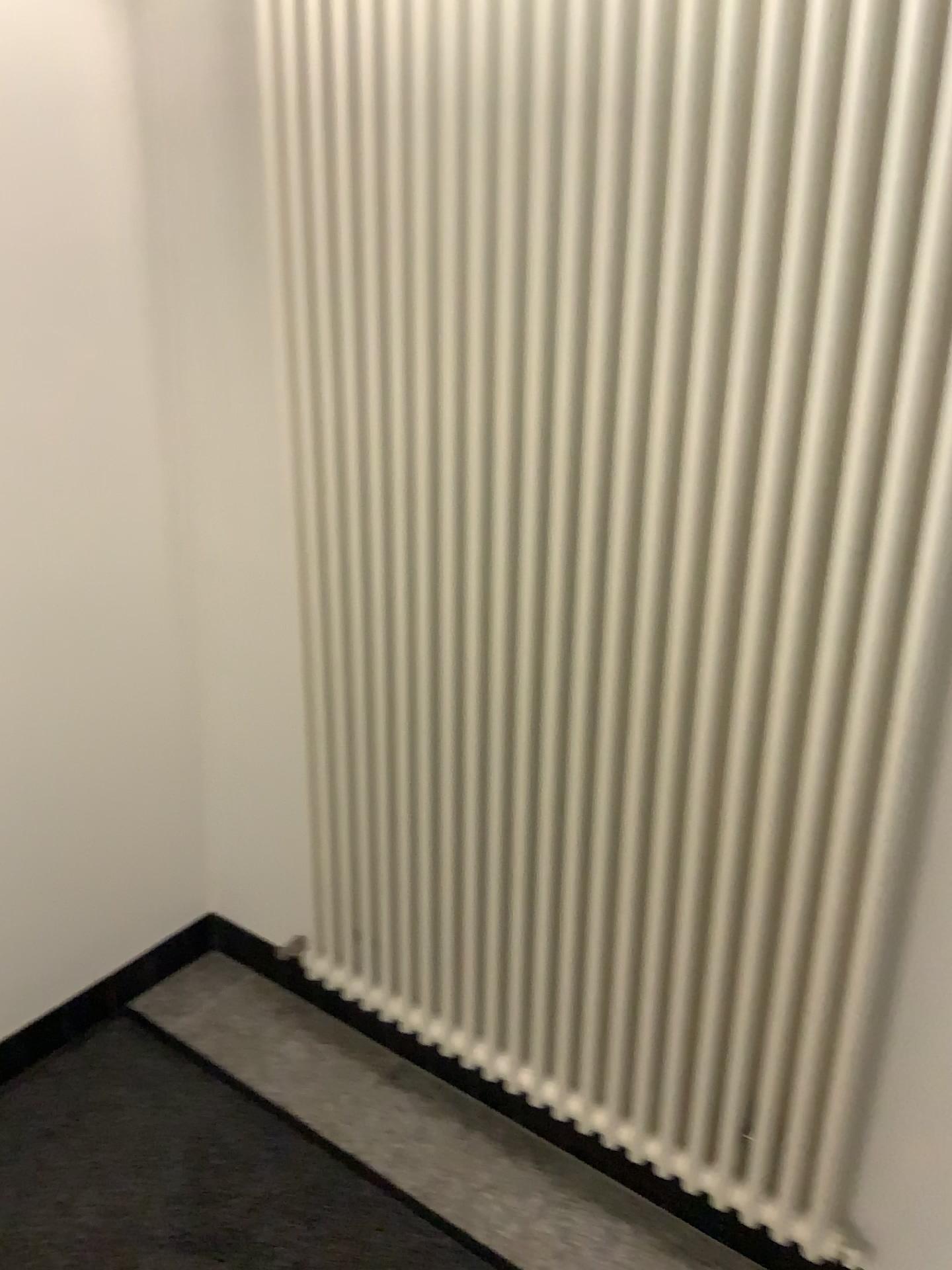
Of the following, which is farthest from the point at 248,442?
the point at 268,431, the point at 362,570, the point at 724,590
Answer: the point at 724,590
